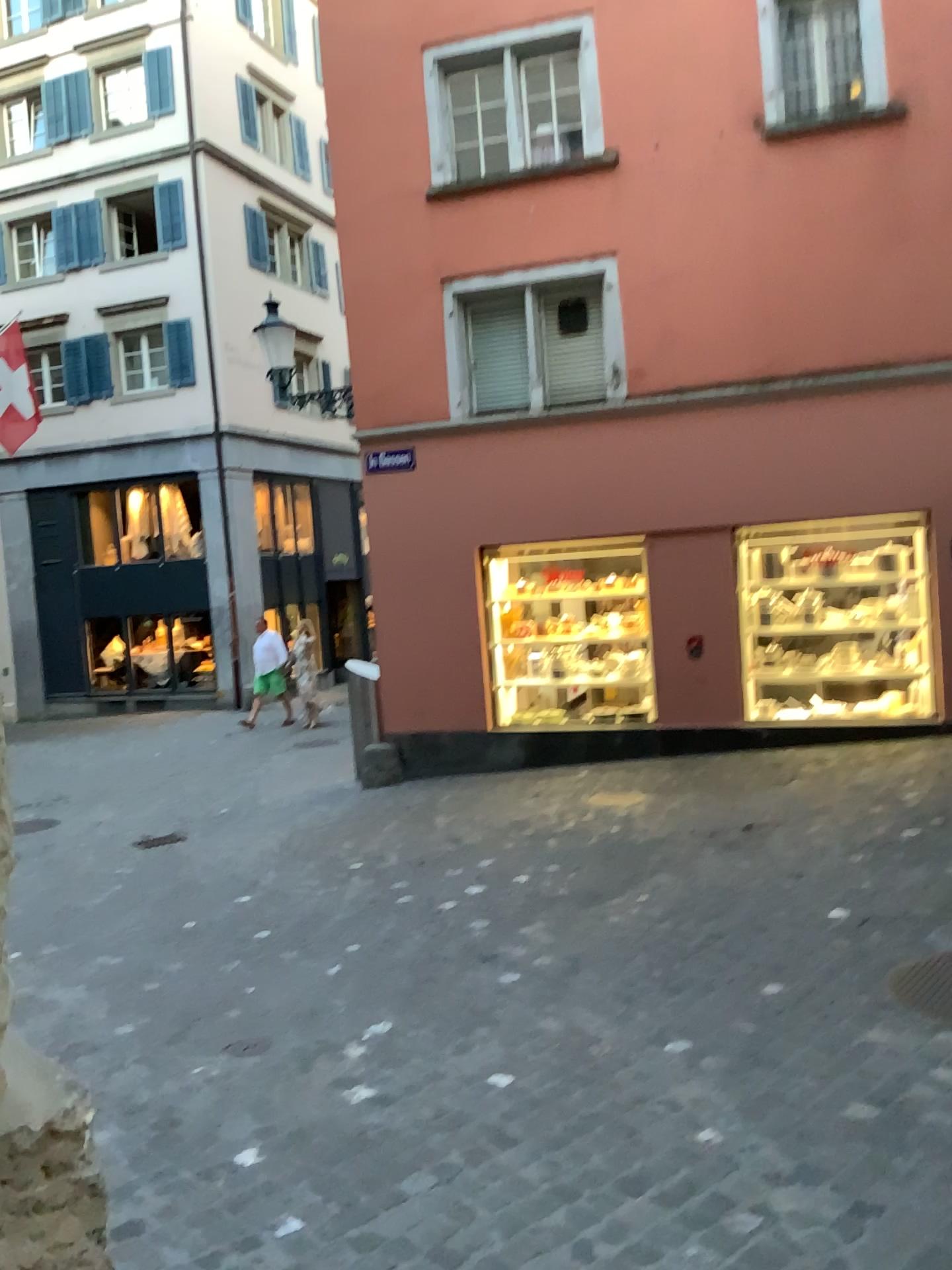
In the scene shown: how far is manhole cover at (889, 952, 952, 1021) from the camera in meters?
3.6 m

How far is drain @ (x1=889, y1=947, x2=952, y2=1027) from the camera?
3.6m

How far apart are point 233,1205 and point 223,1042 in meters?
1.3 m

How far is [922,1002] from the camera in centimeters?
365cm

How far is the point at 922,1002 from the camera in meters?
3.6 m
